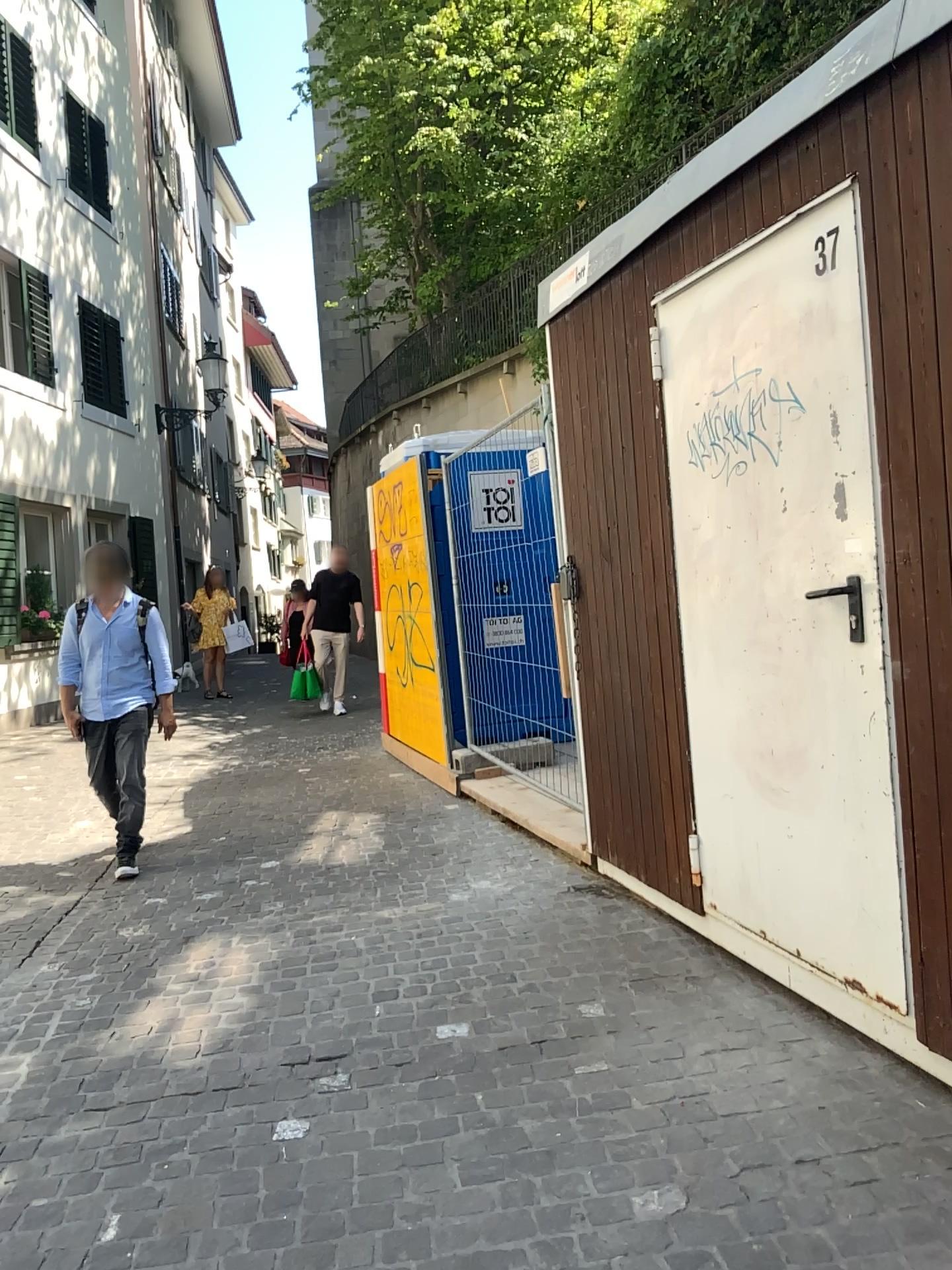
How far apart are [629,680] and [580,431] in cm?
100
